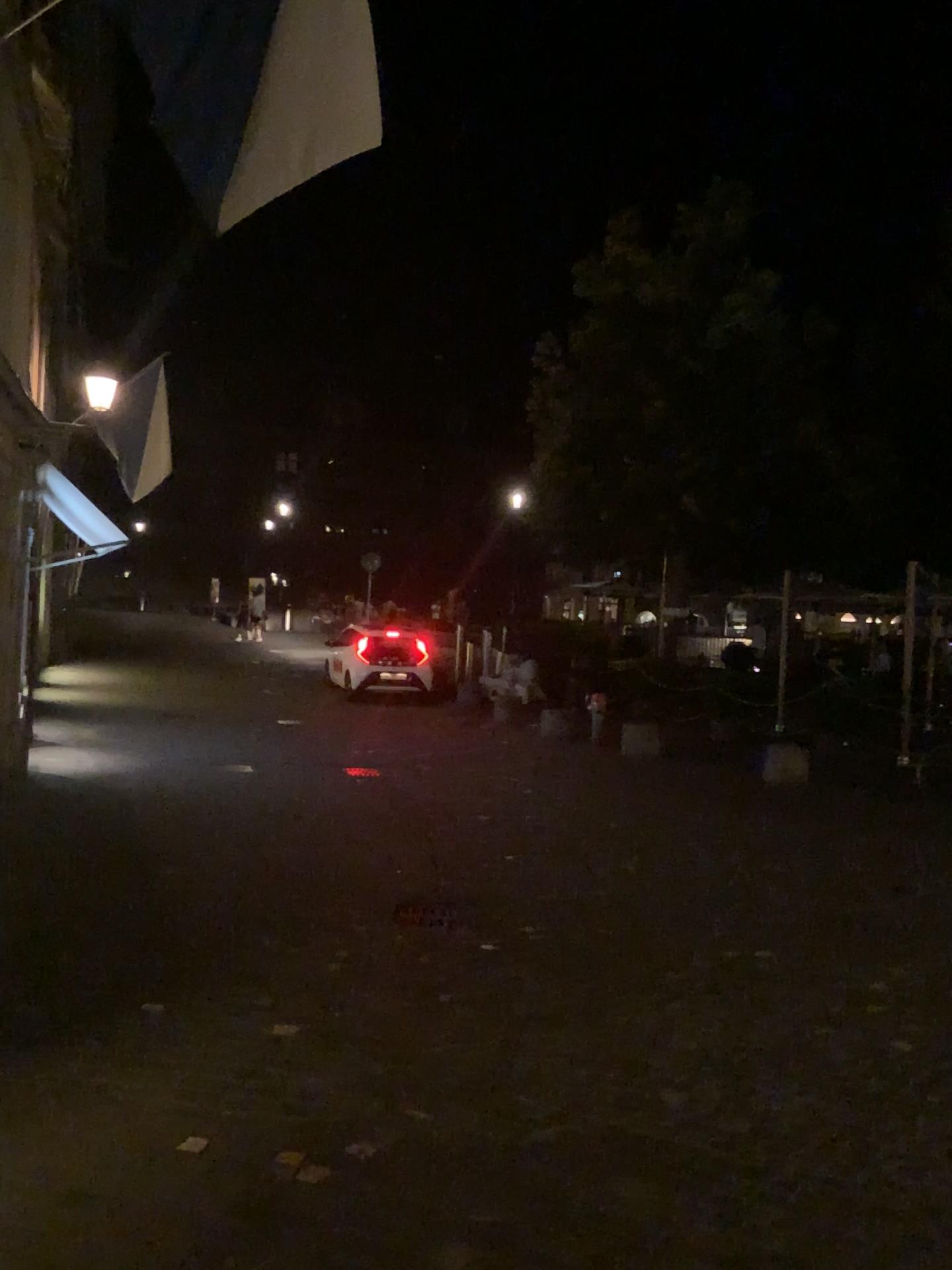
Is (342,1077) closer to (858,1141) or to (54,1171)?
(54,1171)
